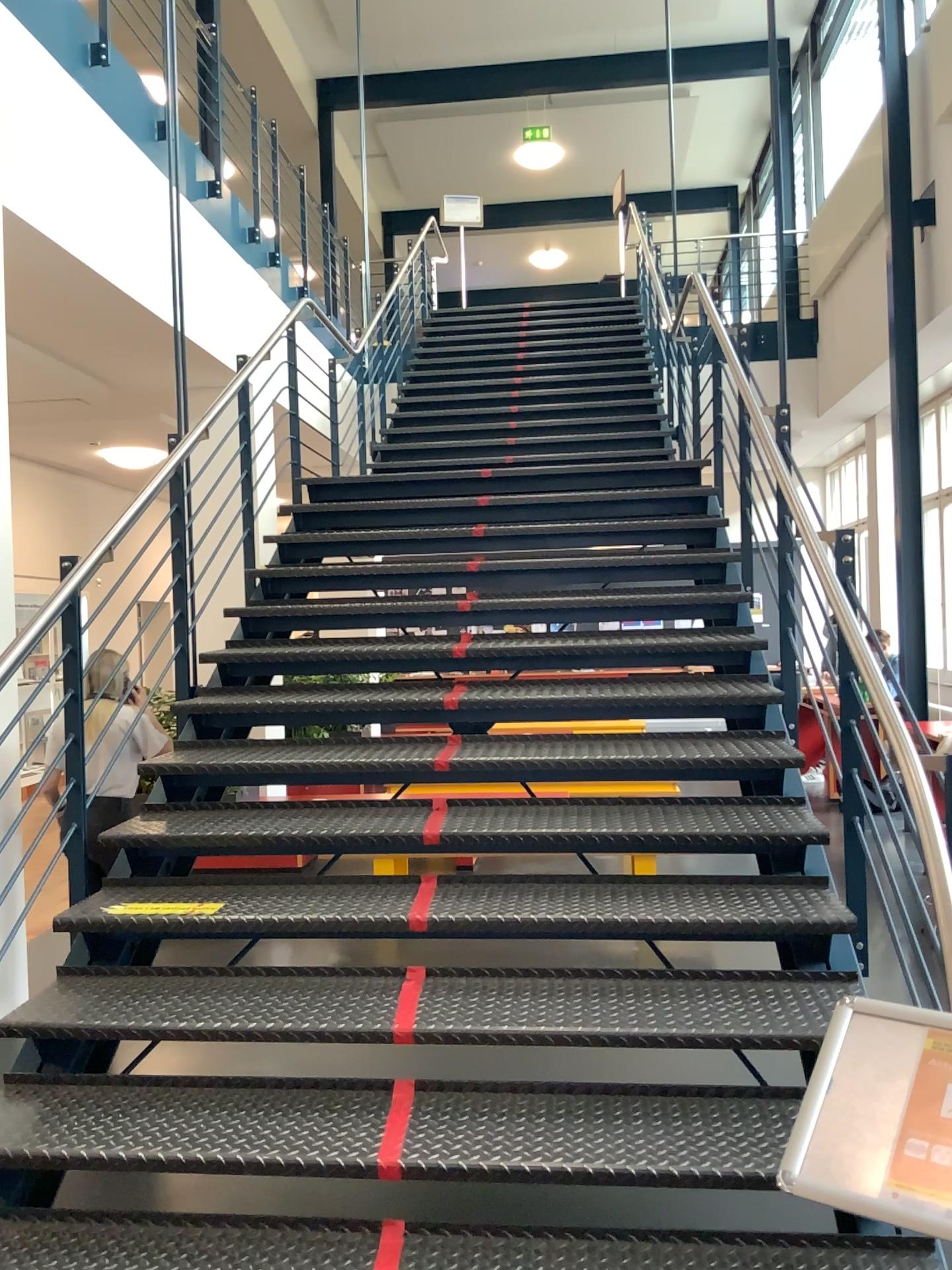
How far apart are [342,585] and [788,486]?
2.09m
